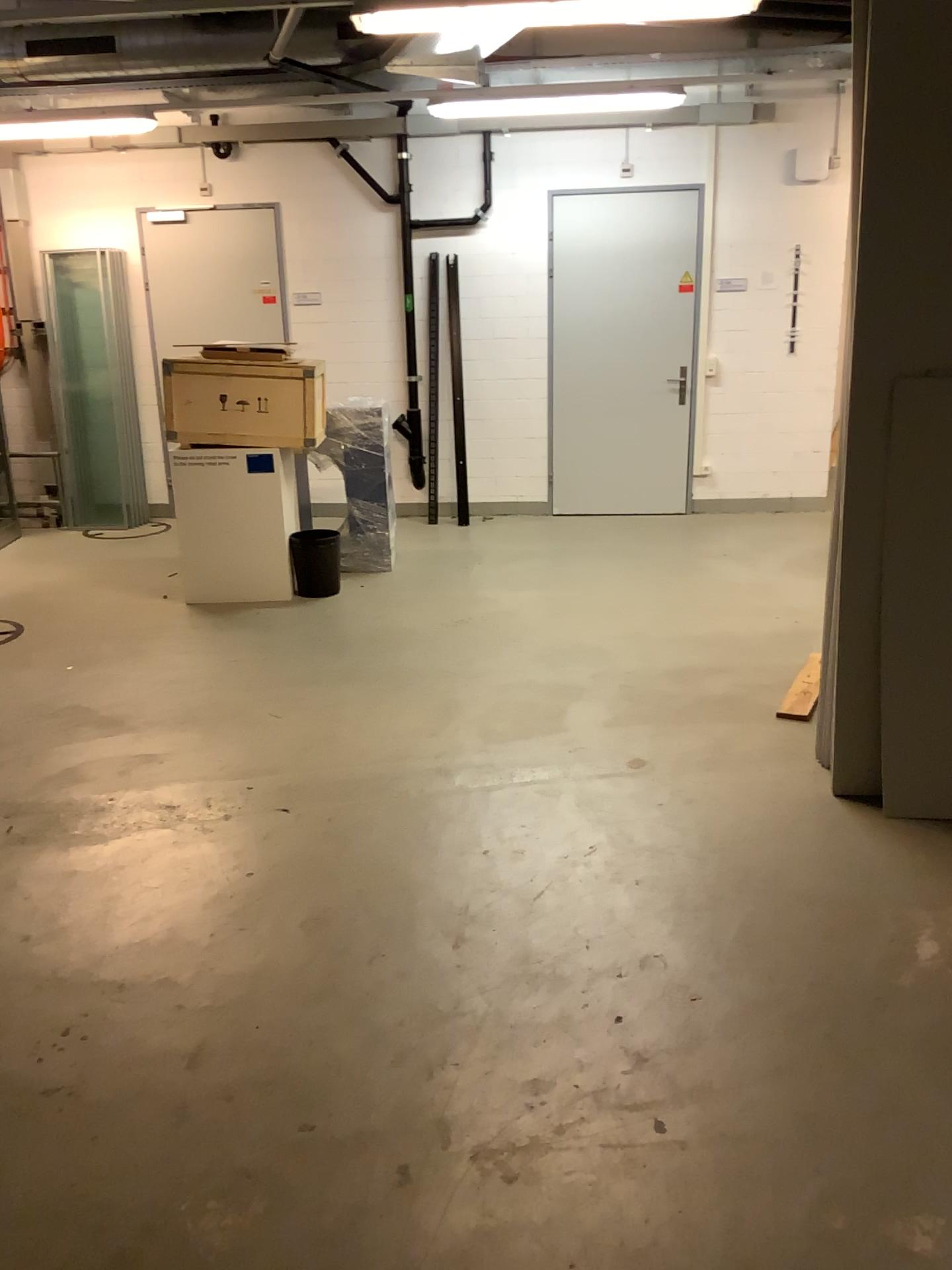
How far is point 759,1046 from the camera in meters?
2.4
